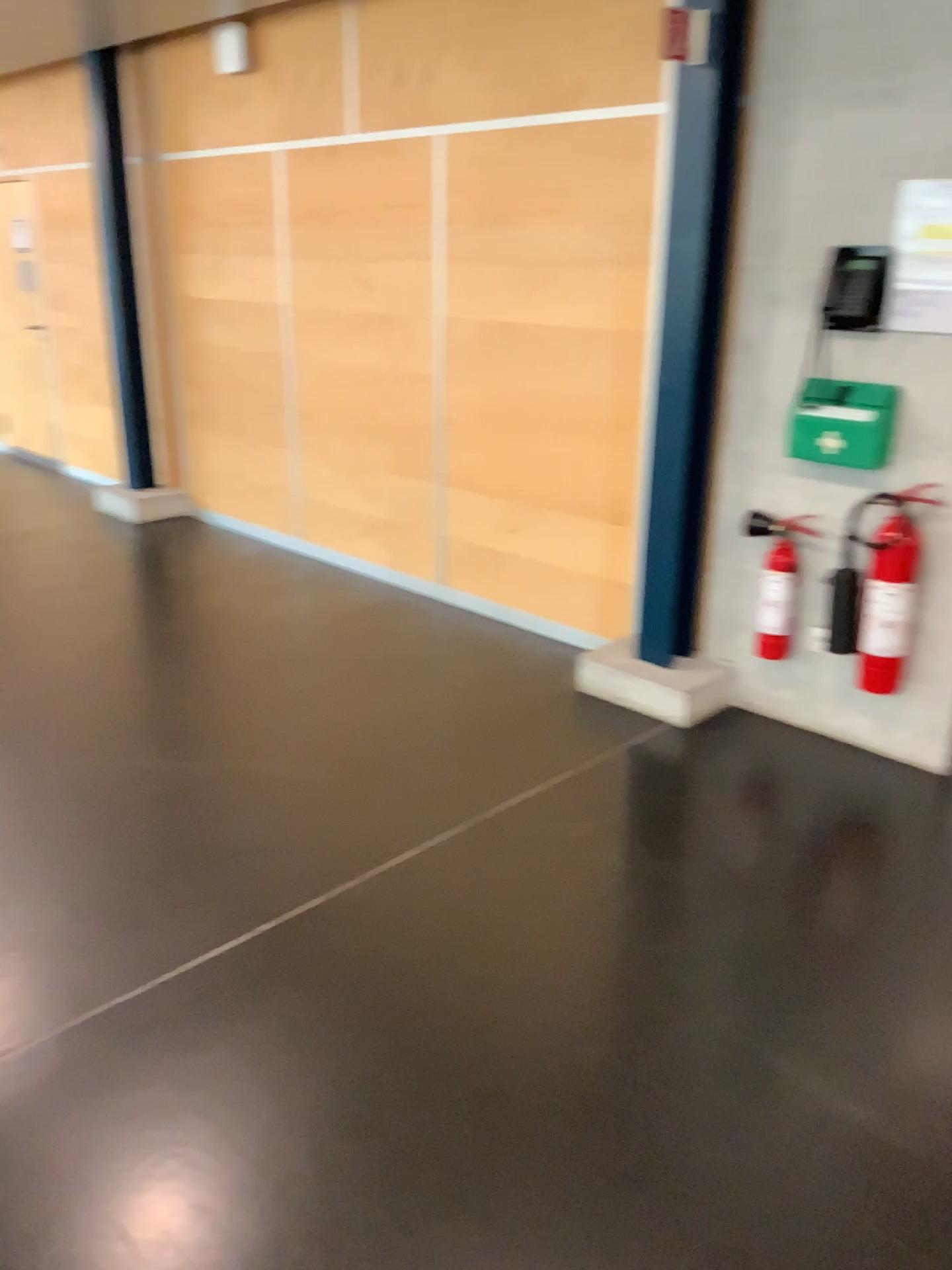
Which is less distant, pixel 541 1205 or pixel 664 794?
pixel 541 1205

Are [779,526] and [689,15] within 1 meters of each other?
no

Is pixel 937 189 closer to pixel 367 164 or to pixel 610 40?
pixel 610 40

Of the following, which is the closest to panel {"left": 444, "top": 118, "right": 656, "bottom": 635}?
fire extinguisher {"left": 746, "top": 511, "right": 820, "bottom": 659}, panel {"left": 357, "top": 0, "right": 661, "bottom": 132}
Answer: panel {"left": 357, "top": 0, "right": 661, "bottom": 132}

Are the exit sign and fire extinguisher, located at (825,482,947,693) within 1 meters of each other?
no

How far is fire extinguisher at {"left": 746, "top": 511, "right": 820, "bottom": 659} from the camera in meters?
3.7

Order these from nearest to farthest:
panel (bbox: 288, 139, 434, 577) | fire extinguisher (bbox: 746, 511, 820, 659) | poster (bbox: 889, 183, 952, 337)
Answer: poster (bbox: 889, 183, 952, 337) → fire extinguisher (bbox: 746, 511, 820, 659) → panel (bbox: 288, 139, 434, 577)

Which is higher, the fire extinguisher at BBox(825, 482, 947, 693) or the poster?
the poster

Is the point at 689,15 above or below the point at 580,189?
above

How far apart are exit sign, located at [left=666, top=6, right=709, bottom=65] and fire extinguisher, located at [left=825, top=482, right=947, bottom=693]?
1.5 meters
